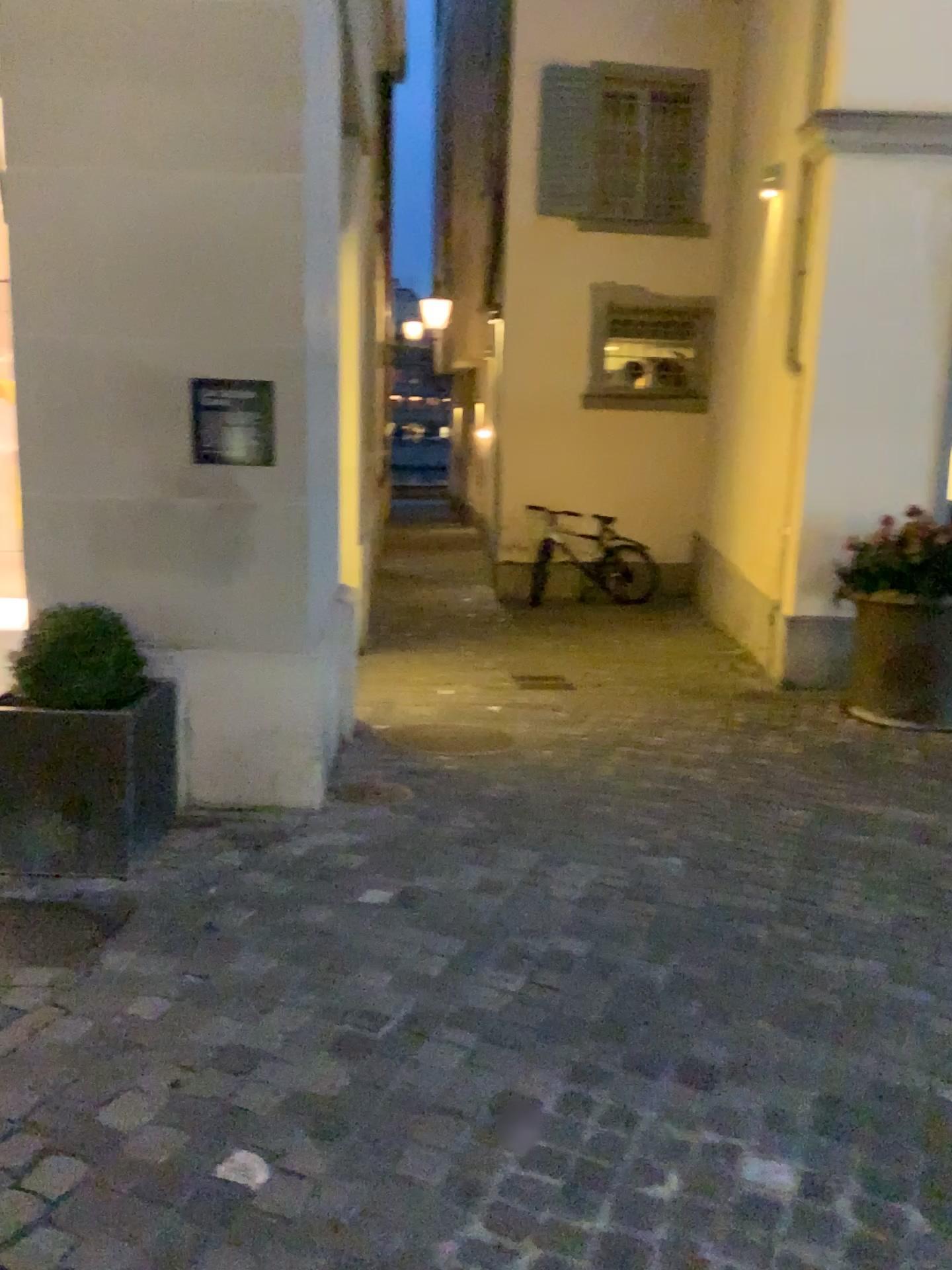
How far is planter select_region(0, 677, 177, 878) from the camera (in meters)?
3.06

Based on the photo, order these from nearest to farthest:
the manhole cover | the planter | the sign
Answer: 1. the planter
2. the sign
3. the manhole cover

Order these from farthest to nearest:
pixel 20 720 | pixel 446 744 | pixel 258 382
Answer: pixel 446 744, pixel 258 382, pixel 20 720

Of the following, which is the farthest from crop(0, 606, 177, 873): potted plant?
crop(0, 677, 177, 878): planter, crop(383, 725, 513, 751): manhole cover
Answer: crop(383, 725, 513, 751): manhole cover

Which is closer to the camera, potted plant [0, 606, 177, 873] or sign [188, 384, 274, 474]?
potted plant [0, 606, 177, 873]

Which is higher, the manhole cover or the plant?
the plant

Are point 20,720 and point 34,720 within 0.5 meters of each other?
yes

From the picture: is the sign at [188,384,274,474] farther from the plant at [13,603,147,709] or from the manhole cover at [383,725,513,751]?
the manhole cover at [383,725,513,751]

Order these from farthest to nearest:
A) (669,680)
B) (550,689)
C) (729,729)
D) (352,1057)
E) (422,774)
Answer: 1. (669,680)
2. (550,689)
3. (729,729)
4. (422,774)
5. (352,1057)

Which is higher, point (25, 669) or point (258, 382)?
point (258, 382)
